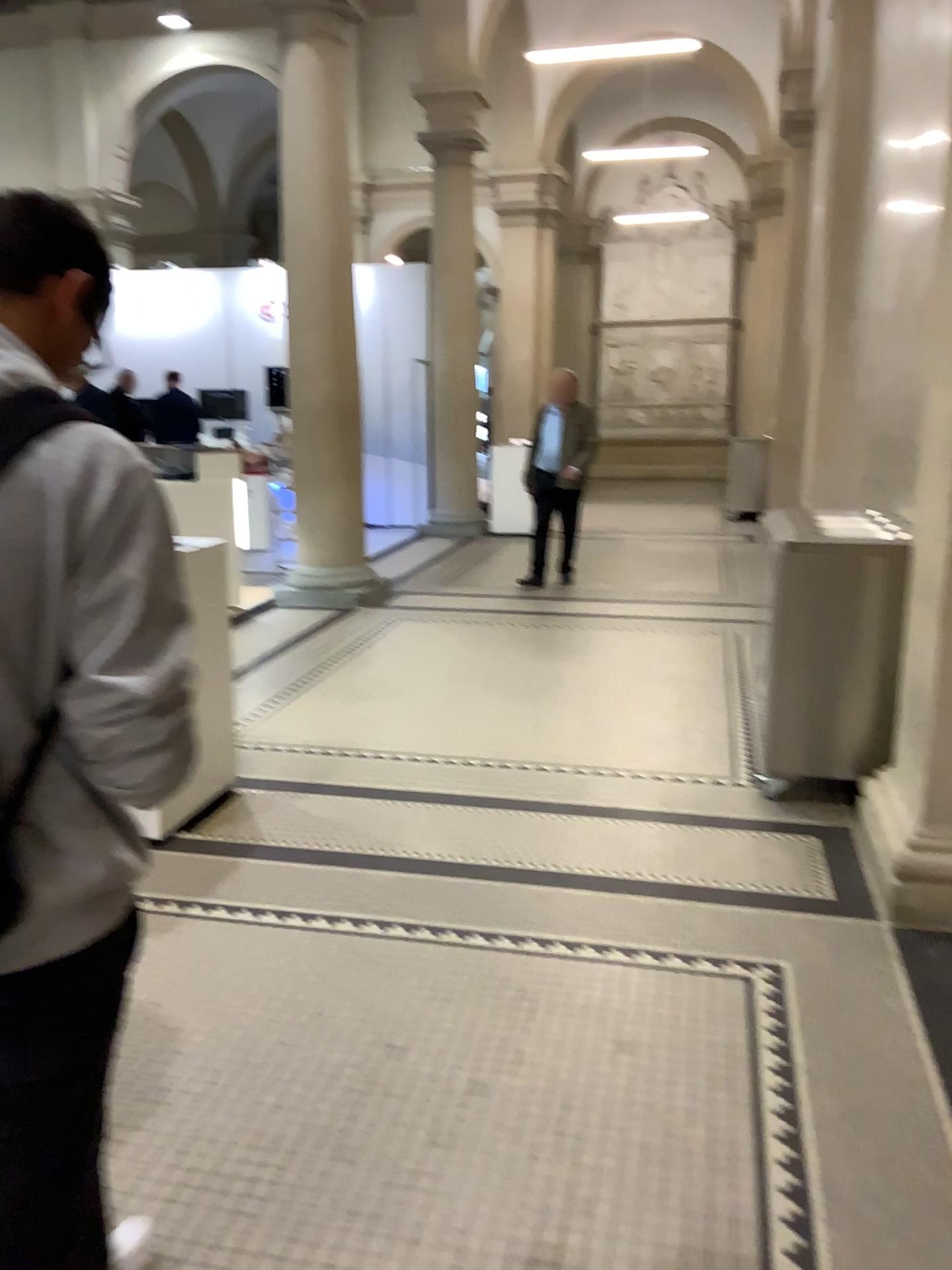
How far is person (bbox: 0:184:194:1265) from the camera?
1.02m

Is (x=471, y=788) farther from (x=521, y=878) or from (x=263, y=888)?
(x=263, y=888)

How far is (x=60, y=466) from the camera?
1.02m
